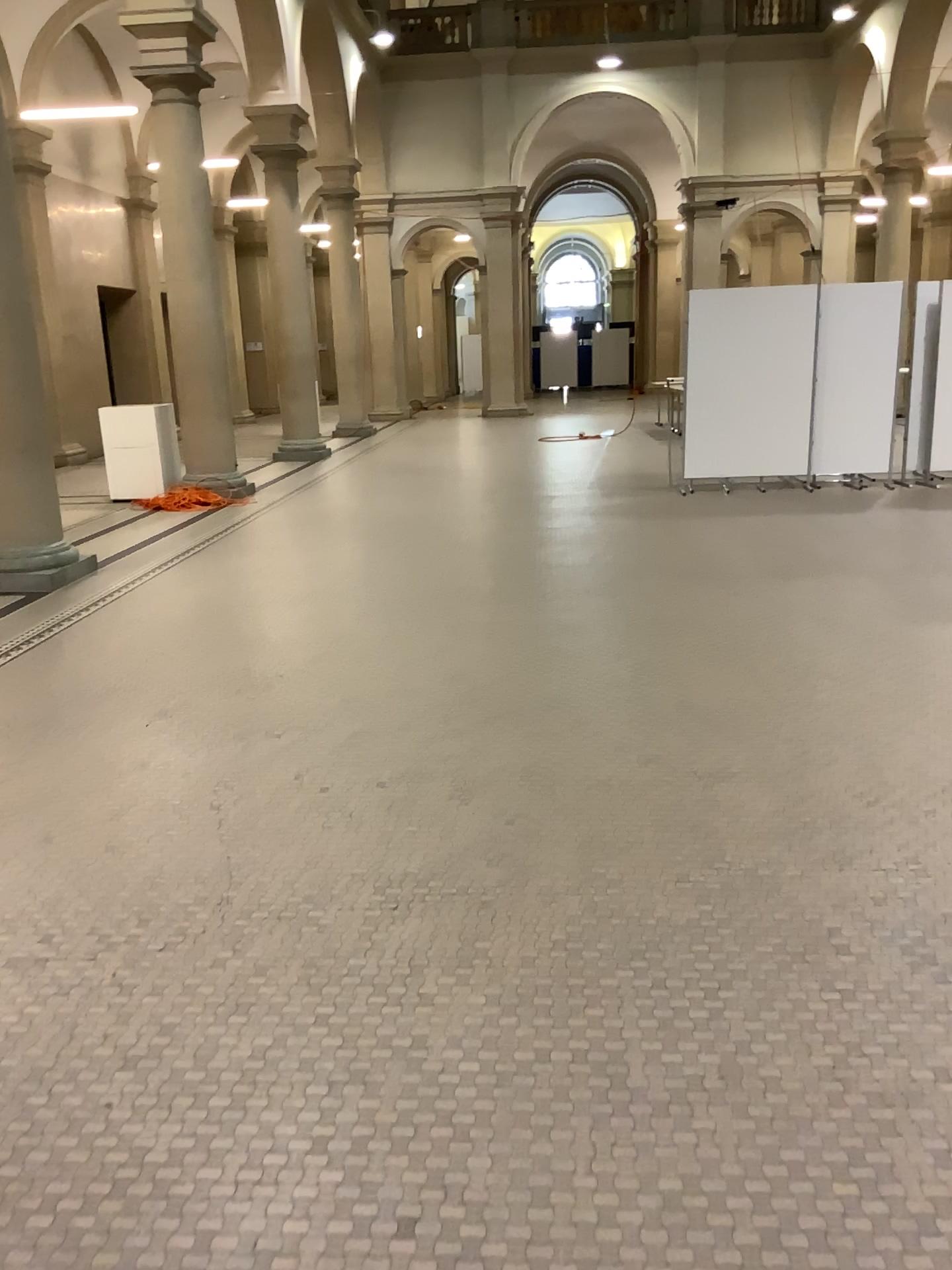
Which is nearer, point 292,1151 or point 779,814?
point 292,1151
